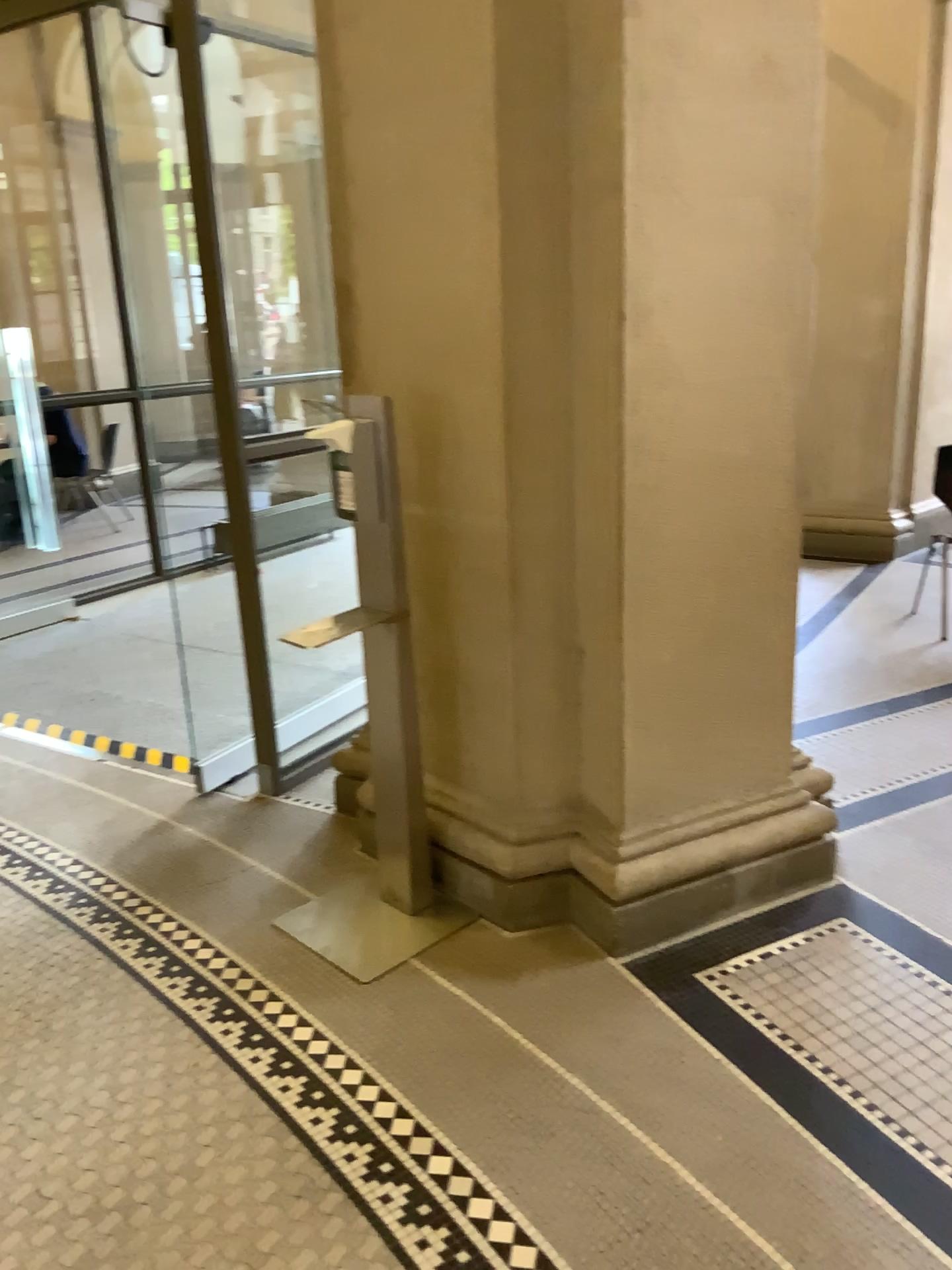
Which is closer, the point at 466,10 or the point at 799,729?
the point at 466,10

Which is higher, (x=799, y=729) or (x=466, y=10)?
(x=466, y=10)

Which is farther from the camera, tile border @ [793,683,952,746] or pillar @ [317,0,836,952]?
tile border @ [793,683,952,746]

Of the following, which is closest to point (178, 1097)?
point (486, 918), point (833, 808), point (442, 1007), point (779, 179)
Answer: point (442, 1007)
